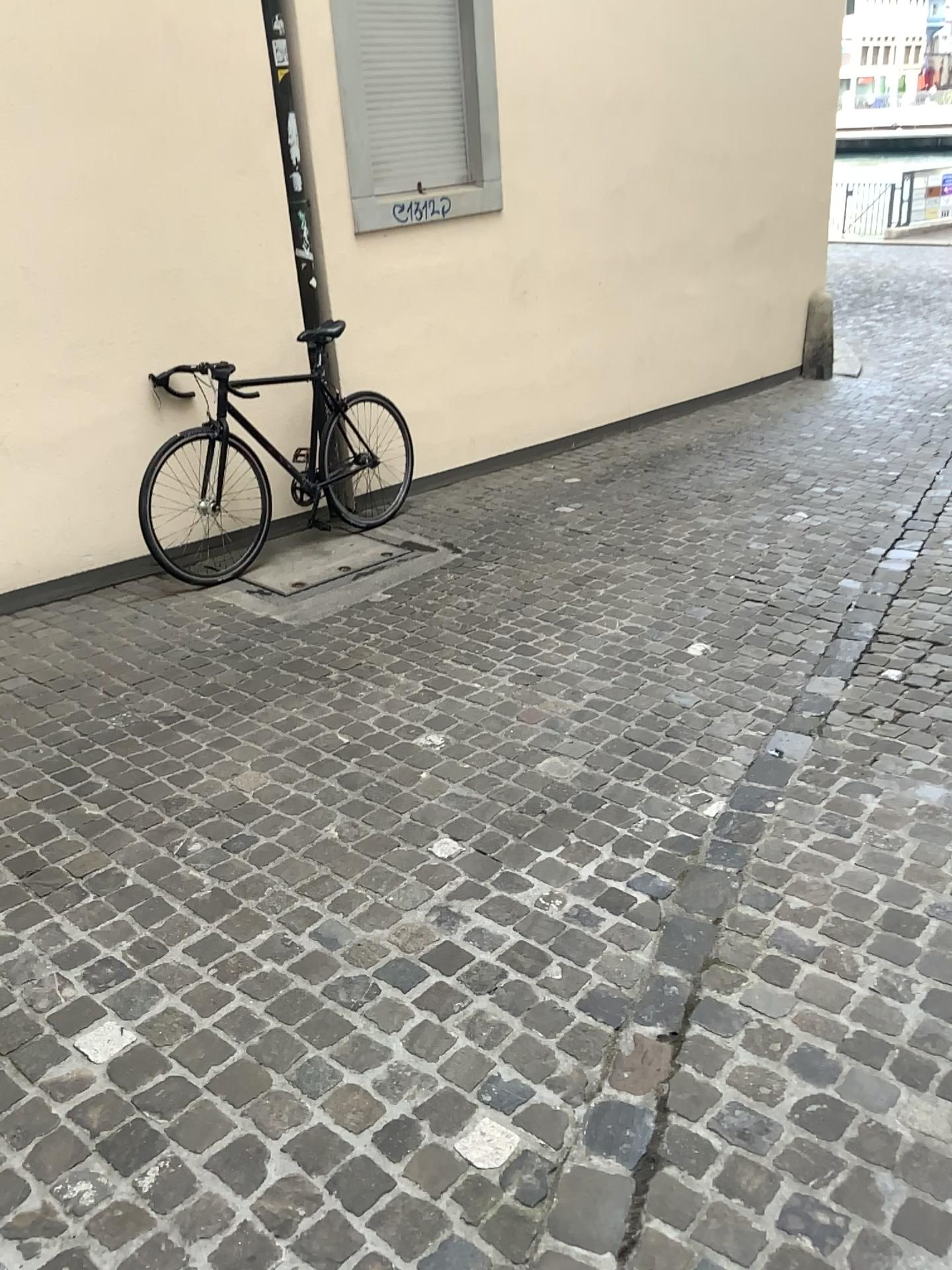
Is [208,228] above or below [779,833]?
above

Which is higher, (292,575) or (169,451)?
(169,451)
